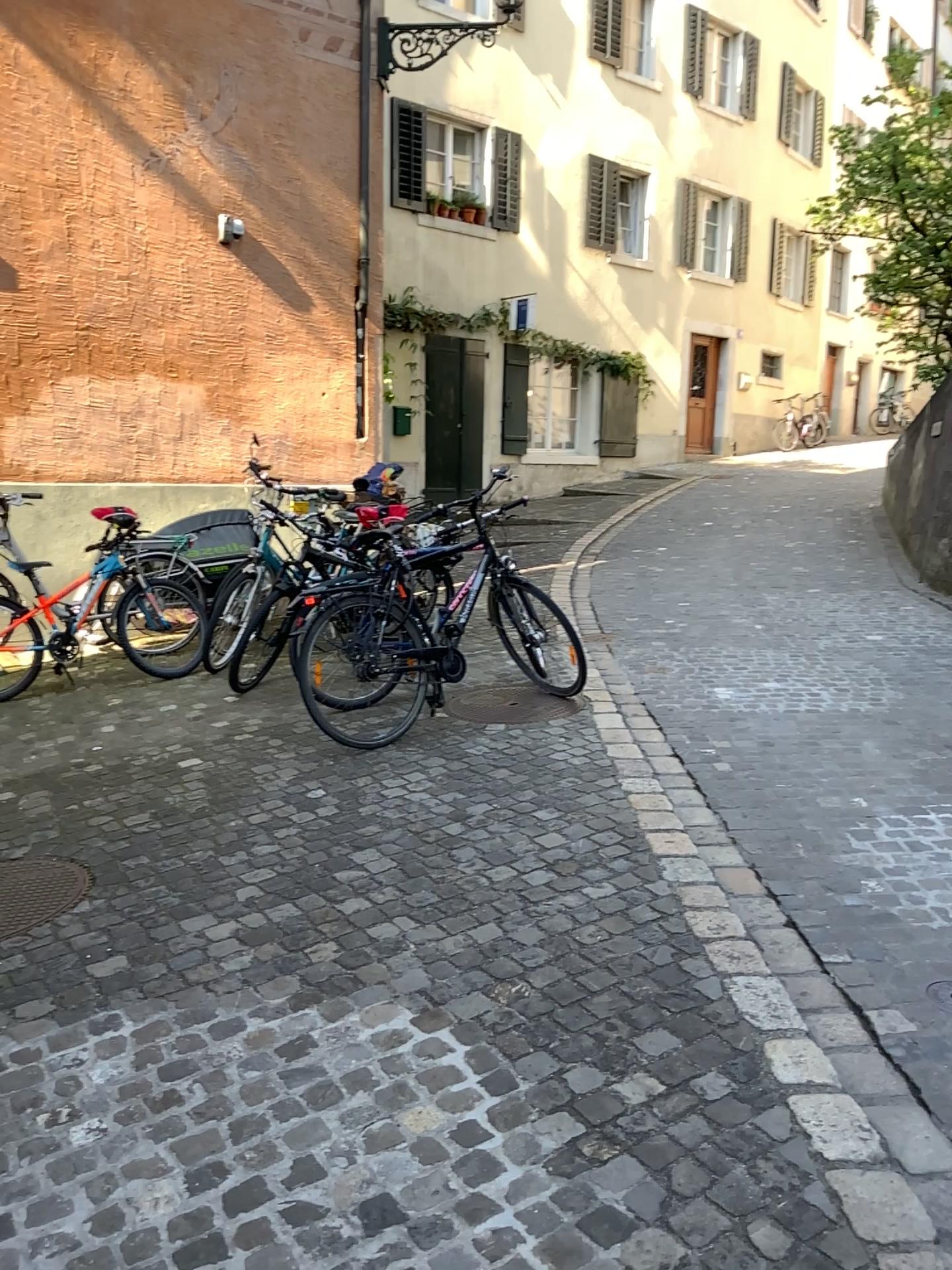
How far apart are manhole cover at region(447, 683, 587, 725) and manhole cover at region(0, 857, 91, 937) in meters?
2.1

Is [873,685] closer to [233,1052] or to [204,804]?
[204,804]

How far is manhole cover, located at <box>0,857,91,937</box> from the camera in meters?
3.3 m

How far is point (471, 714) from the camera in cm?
514

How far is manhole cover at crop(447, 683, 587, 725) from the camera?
5.14m

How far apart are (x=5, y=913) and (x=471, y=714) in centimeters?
238cm

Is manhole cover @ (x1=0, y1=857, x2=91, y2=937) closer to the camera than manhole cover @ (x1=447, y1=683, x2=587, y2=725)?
Yes

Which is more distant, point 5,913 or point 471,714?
point 471,714
